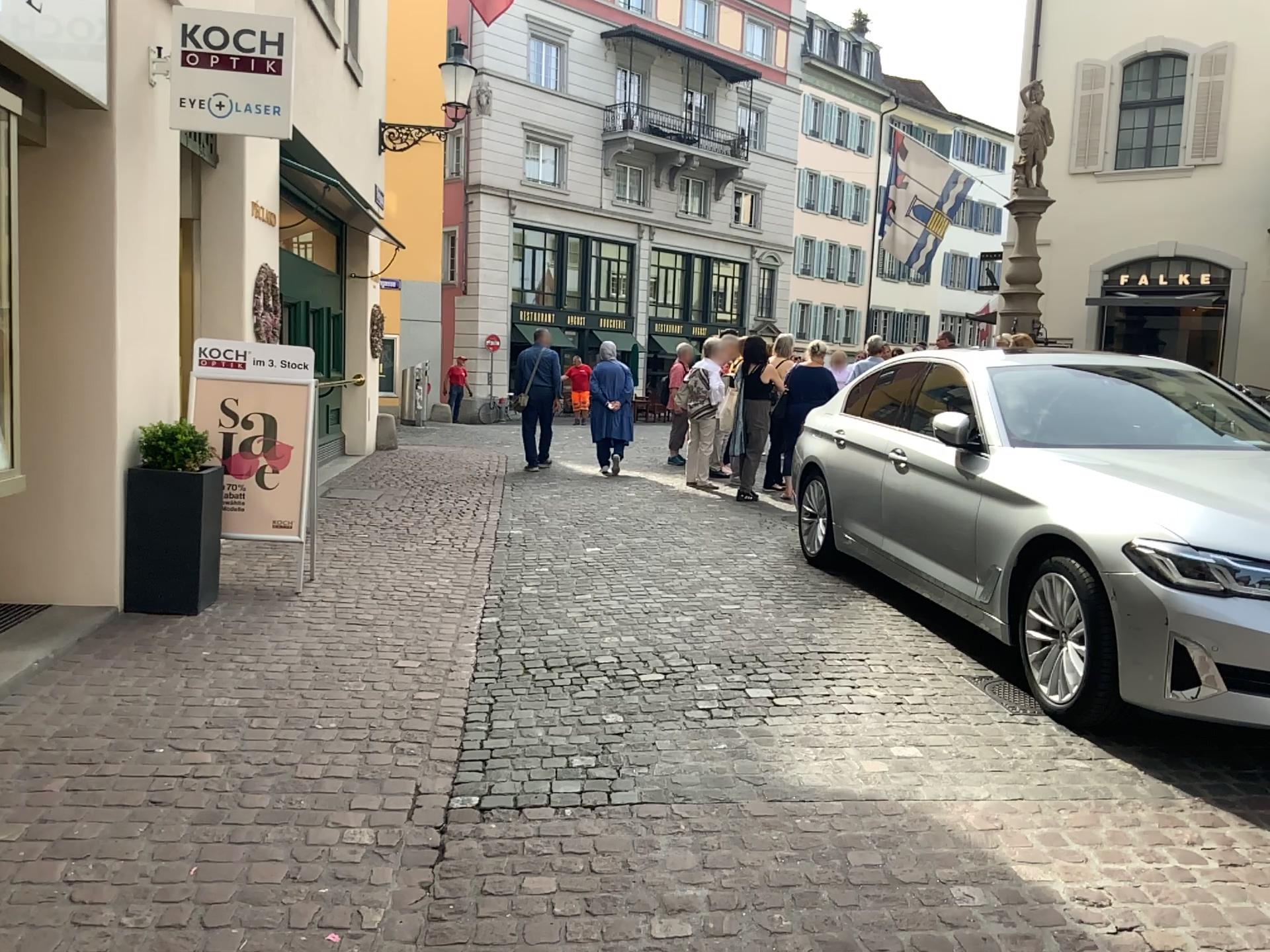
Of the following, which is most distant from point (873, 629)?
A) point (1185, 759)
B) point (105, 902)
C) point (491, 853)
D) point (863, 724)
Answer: point (105, 902)
